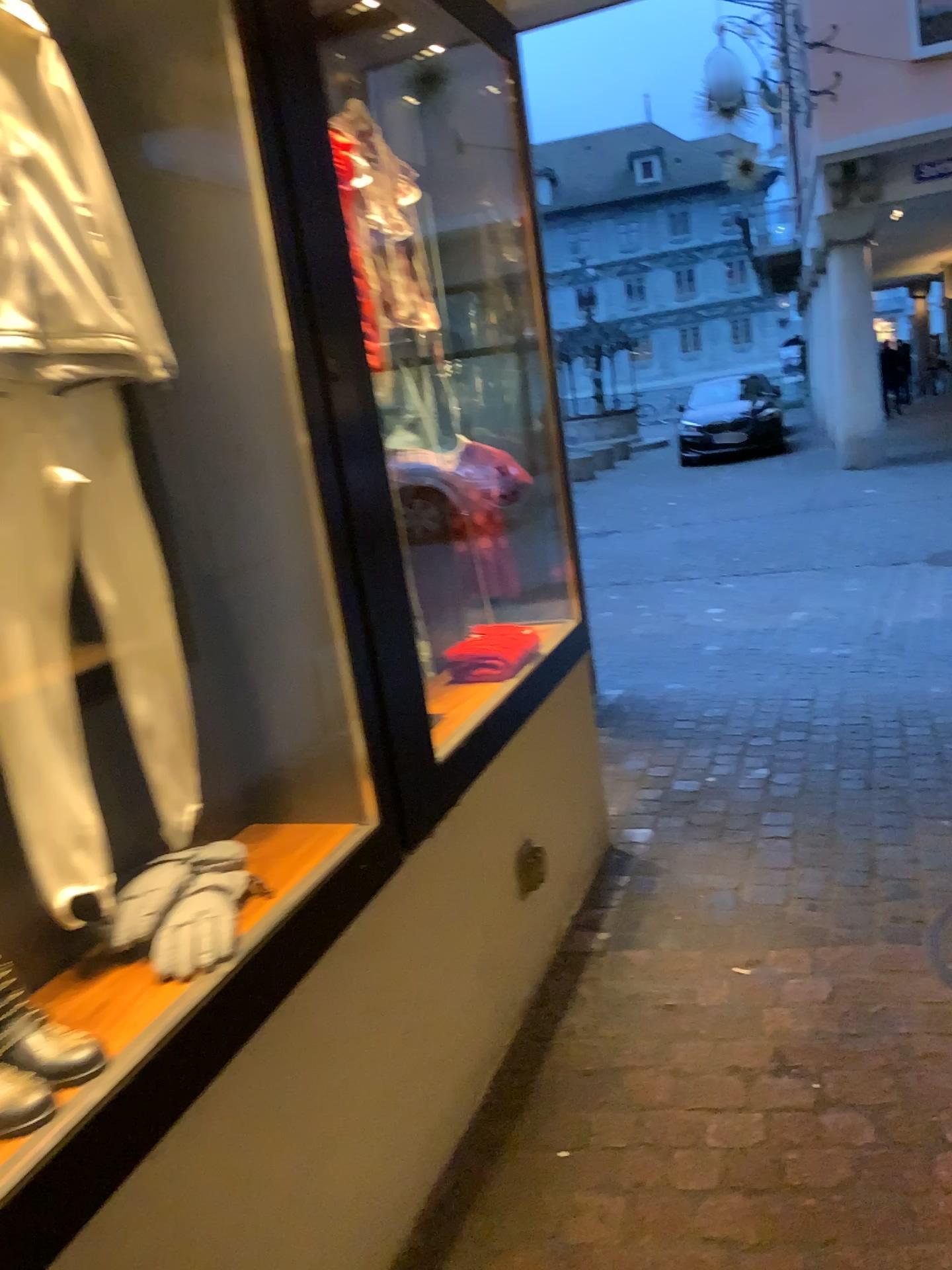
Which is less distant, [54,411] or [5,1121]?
[5,1121]

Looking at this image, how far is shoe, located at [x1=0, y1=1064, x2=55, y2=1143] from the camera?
1.05m

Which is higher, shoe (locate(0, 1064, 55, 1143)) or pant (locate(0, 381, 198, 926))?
pant (locate(0, 381, 198, 926))

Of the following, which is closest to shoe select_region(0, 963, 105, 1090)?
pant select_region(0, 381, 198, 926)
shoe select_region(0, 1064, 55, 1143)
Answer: shoe select_region(0, 1064, 55, 1143)

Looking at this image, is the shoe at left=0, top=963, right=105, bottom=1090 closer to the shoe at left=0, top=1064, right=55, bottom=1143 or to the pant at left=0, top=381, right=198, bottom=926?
the shoe at left=0, top=1064, right=55, bottom=1143

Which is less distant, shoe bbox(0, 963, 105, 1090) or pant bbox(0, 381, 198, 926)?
shoe bbox(0, 963, 105, 1090)

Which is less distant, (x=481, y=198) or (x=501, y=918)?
(x=501, y=918)

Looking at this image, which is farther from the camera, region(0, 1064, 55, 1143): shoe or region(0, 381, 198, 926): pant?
region(0, 381, 198, 926): pant

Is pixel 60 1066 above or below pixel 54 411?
below

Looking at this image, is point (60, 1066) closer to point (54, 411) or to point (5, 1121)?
point (5, 1121)
